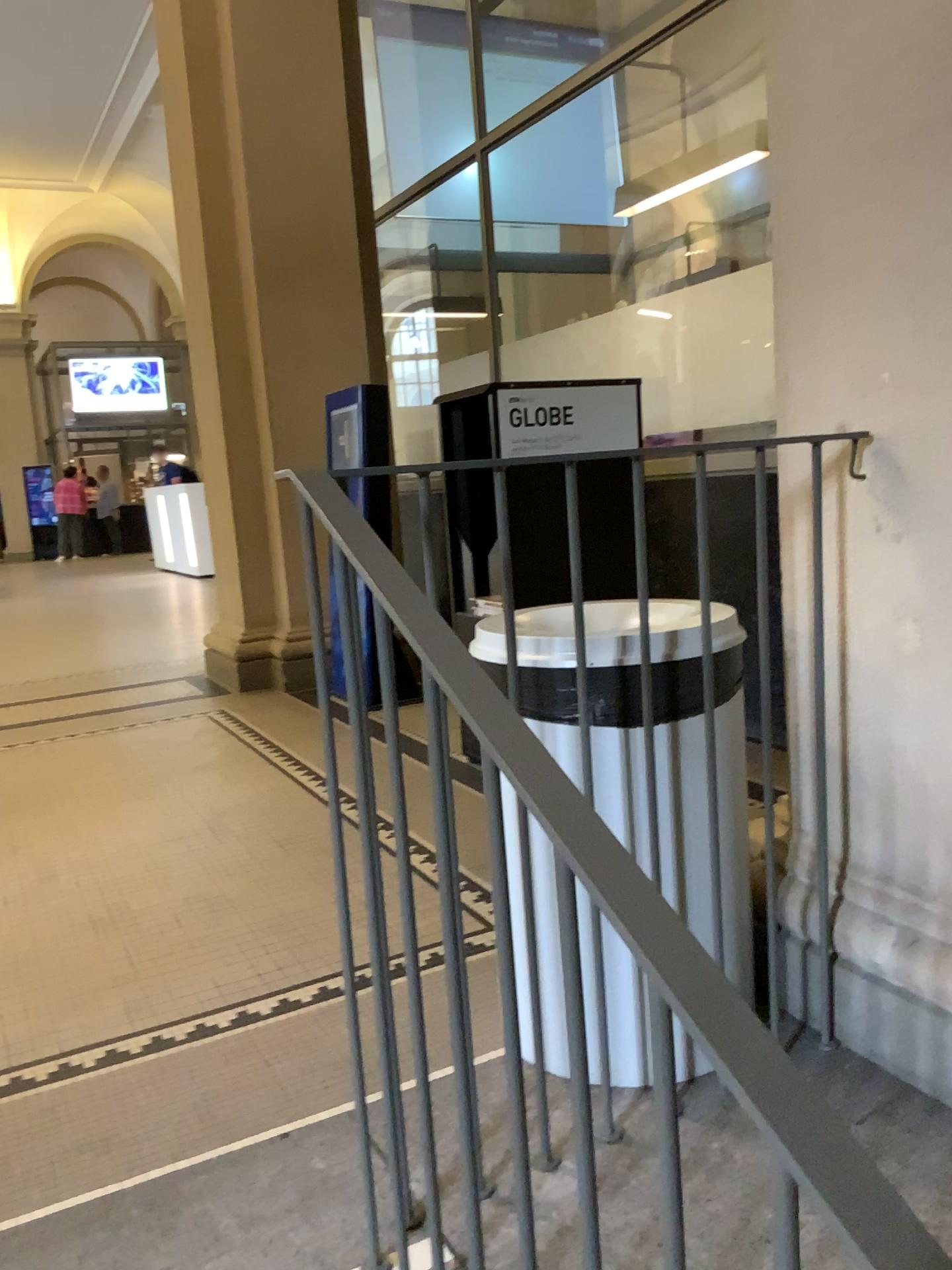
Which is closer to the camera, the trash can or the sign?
the trash can

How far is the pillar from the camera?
1.5m

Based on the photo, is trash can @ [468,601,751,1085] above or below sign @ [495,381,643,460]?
below

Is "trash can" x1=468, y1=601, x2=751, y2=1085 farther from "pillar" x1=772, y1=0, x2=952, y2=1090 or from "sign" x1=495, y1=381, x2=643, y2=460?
"sign" x1=495, y1=381, x2=643, y2=460

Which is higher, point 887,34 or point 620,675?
point 887,34

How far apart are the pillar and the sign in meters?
1.4 m

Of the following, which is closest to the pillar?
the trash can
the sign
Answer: the trash can

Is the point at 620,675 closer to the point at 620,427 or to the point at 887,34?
the point at 887,34

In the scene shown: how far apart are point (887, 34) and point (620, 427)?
1.78m

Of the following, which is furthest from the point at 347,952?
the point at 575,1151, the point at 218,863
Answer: the point at 218,863
